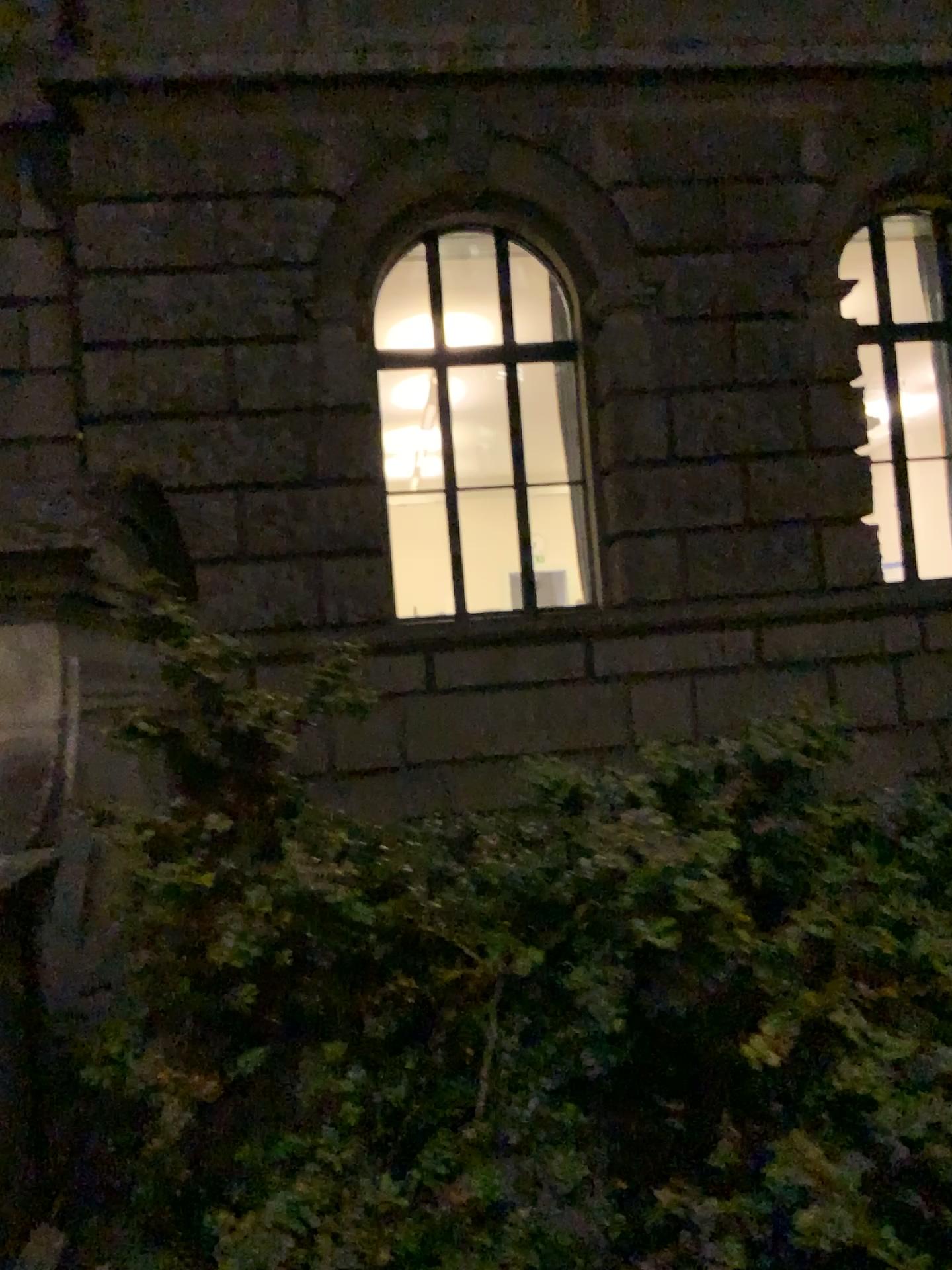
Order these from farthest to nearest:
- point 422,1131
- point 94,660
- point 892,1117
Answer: point 94,660, point 422,1131, point 892,1117
